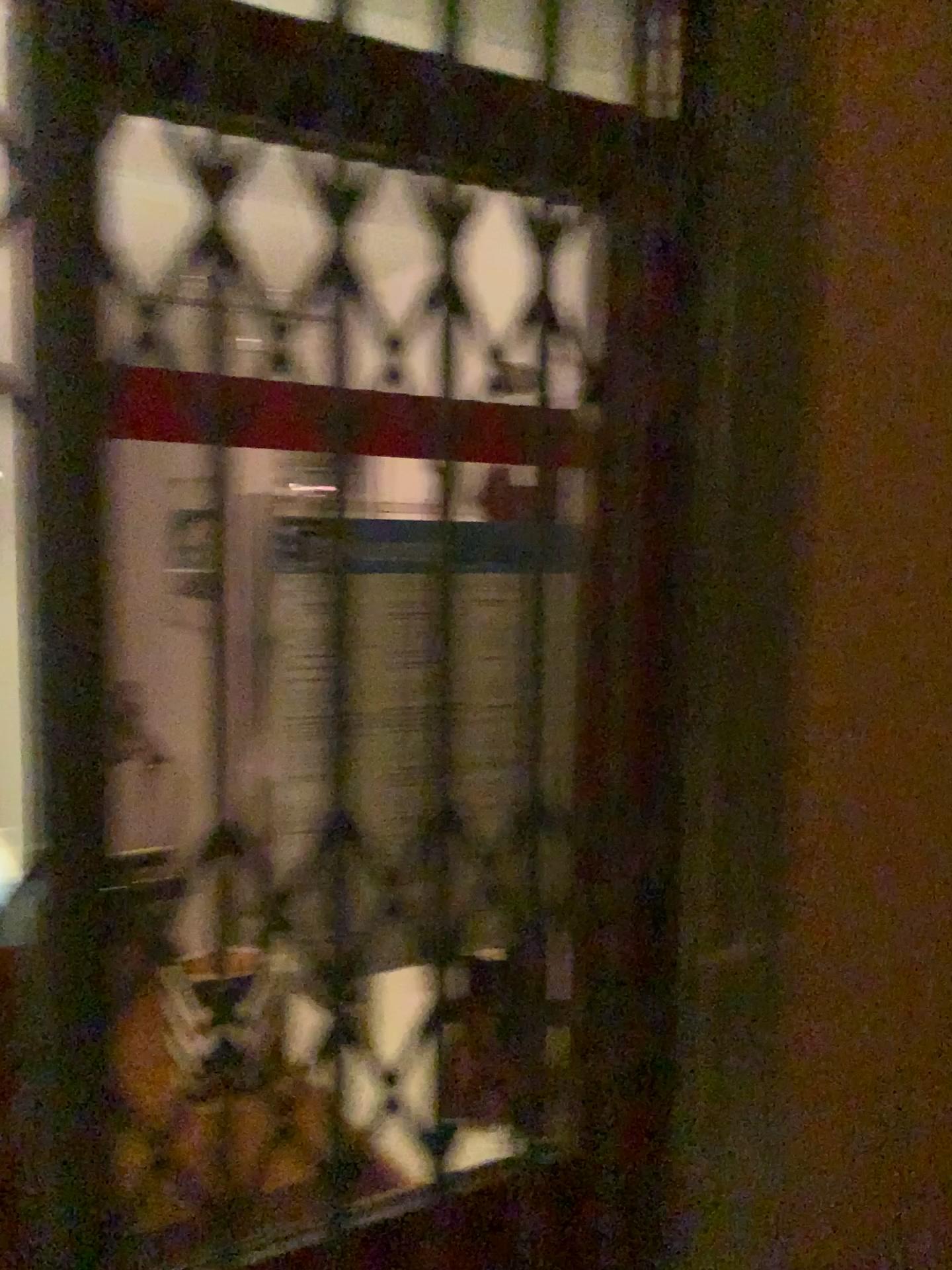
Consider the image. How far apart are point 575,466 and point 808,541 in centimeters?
34cm
